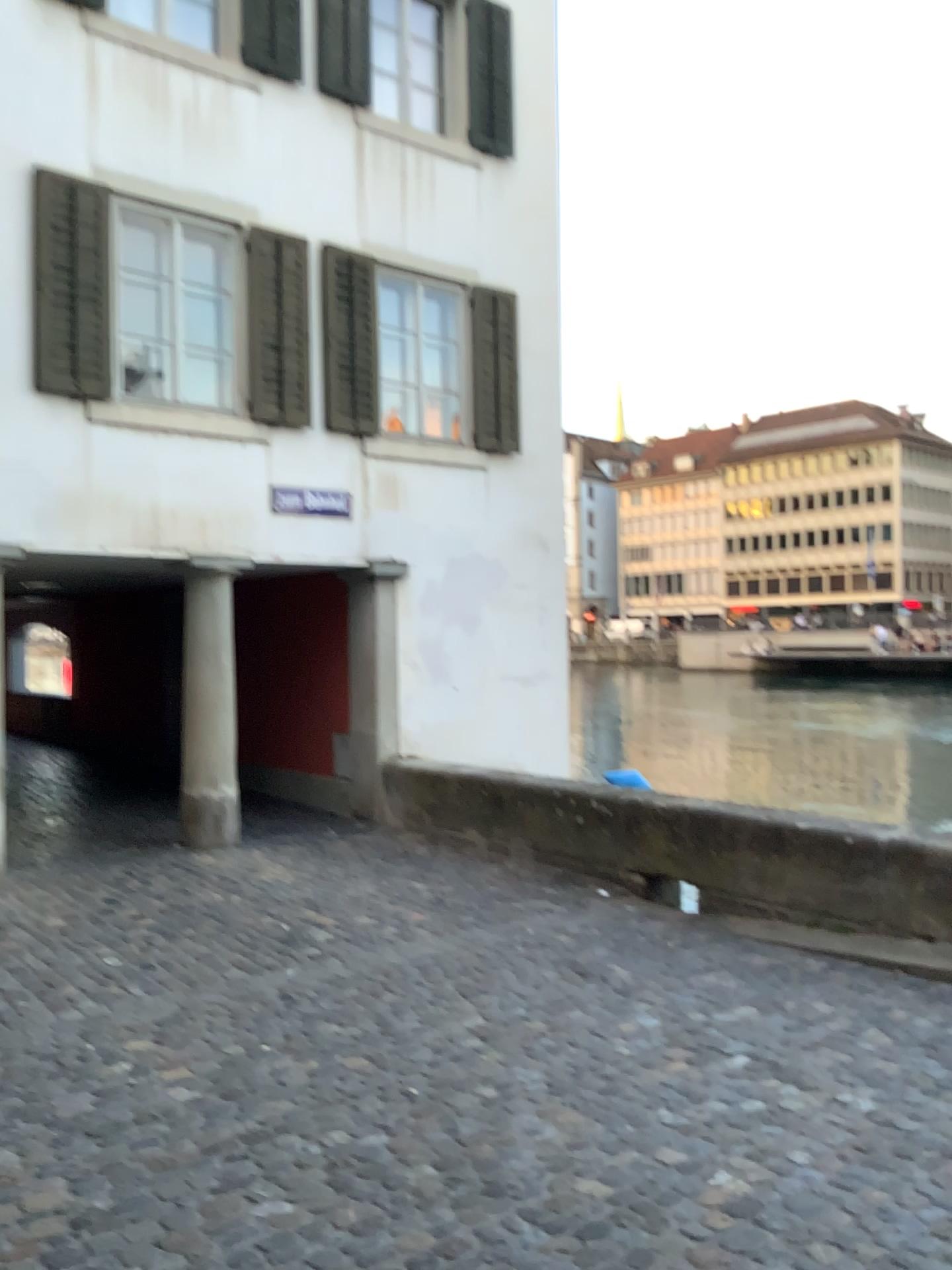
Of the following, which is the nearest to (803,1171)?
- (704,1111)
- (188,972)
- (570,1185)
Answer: (704,1111)
